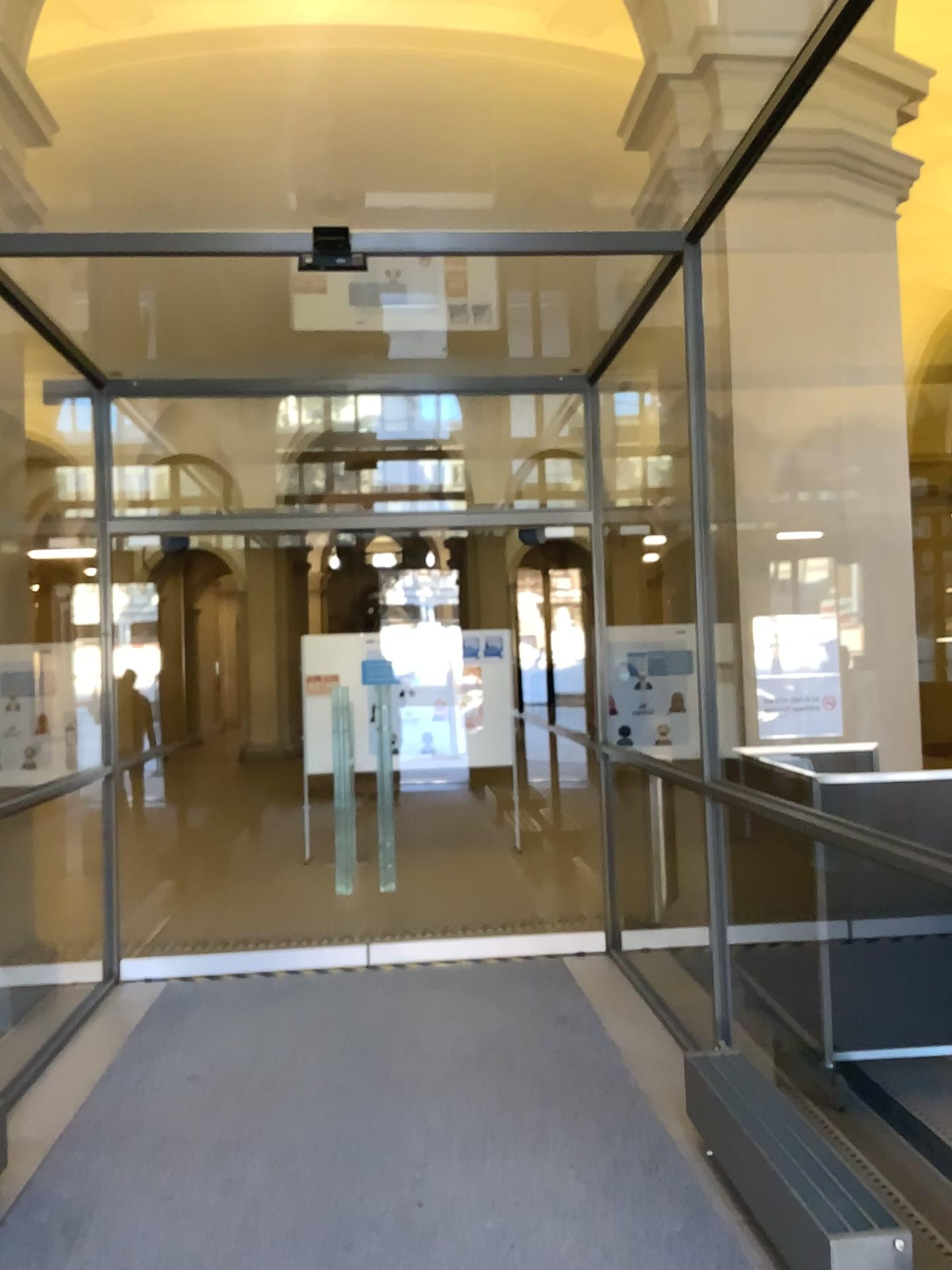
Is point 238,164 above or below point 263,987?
above
